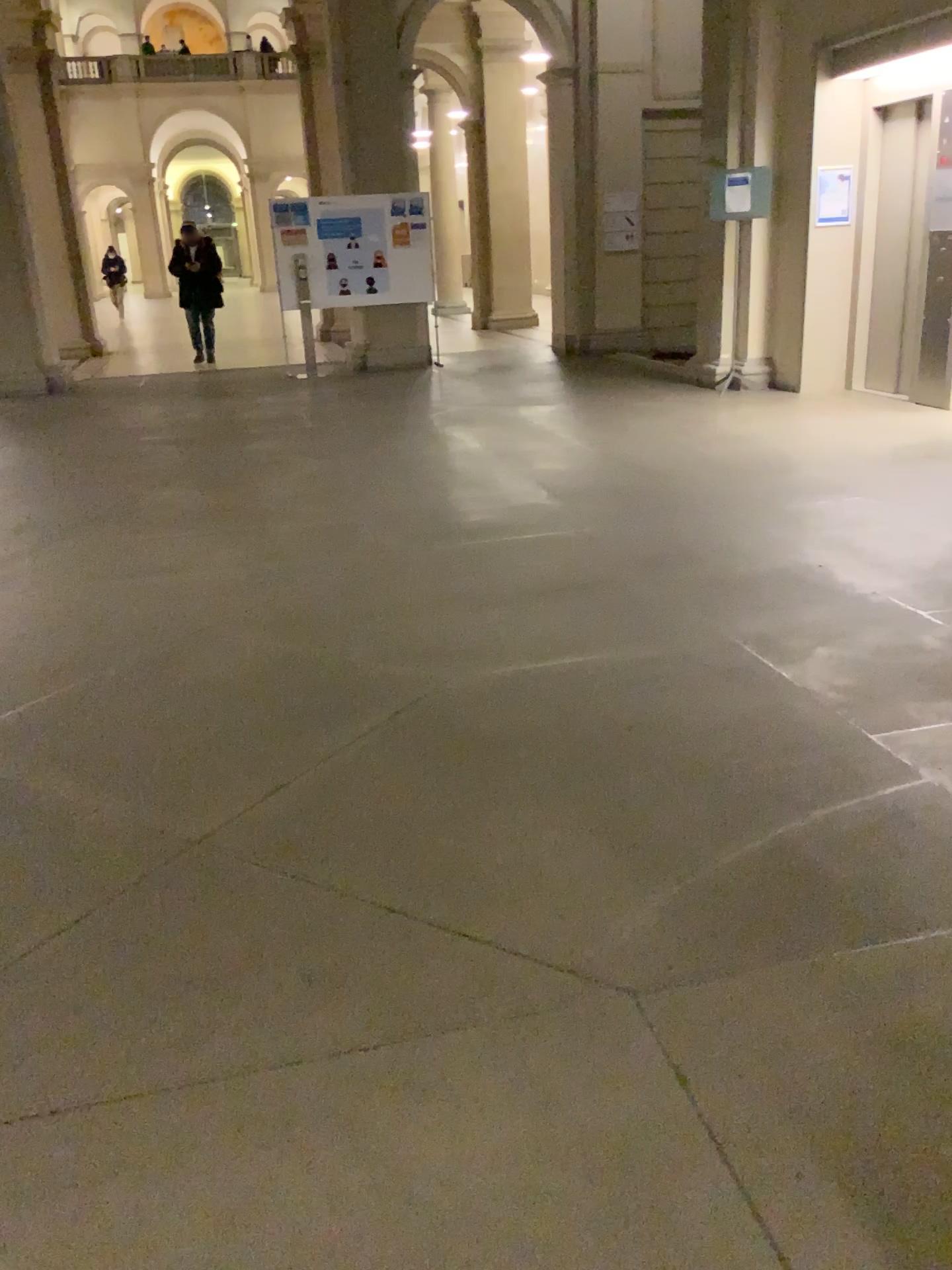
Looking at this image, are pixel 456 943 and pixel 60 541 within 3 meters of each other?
no
